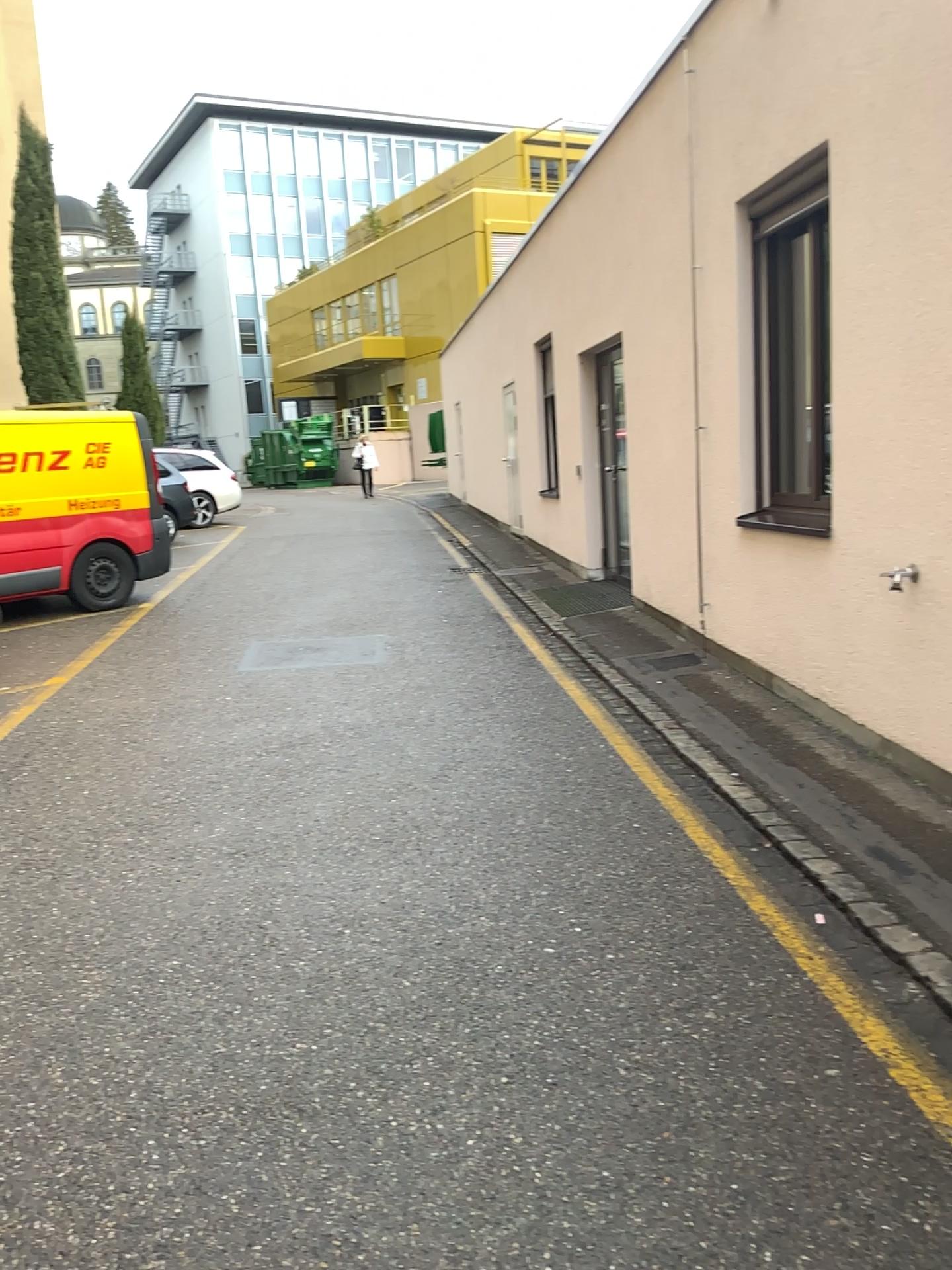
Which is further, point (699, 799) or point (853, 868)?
point (699, 799)
